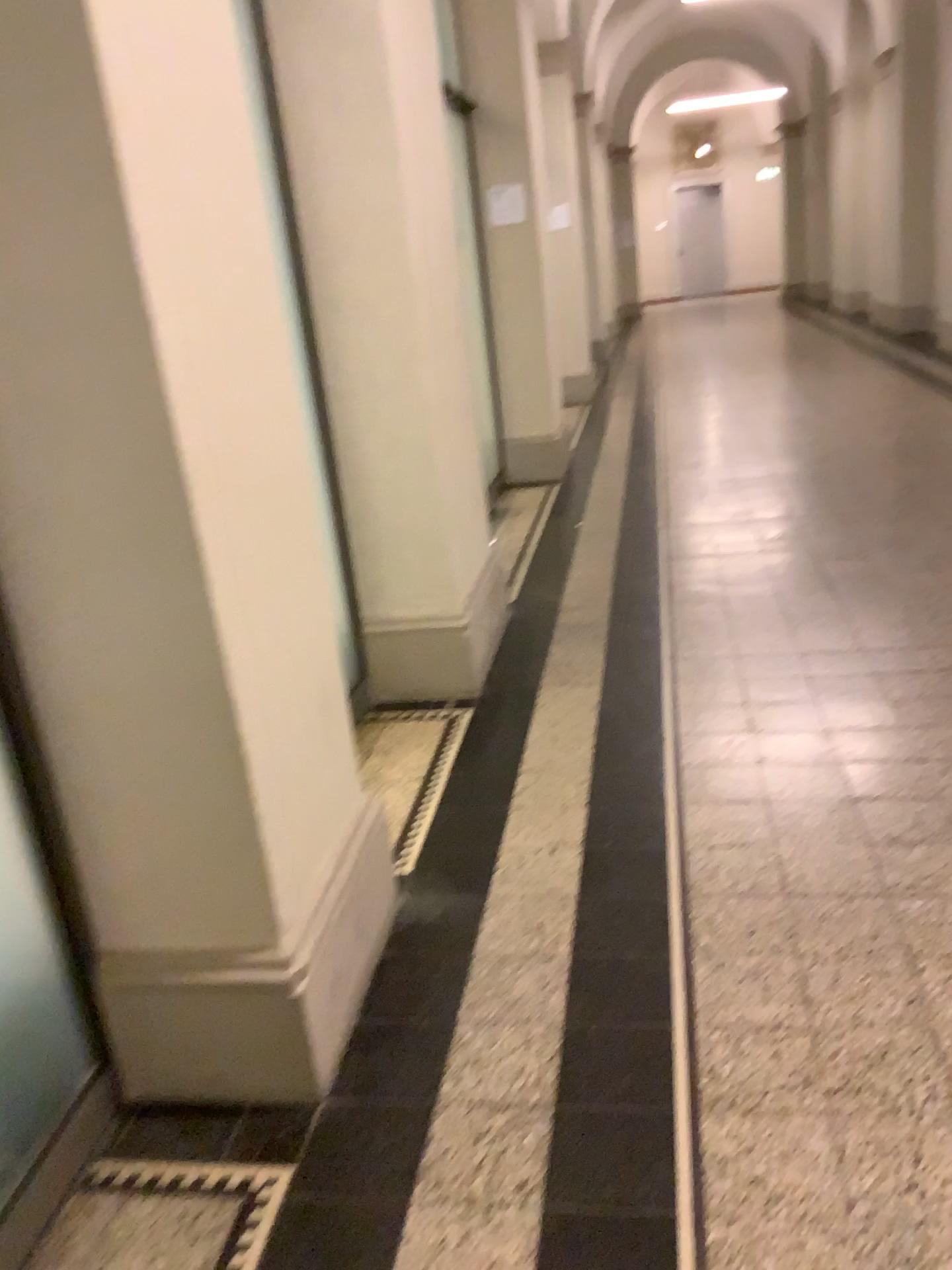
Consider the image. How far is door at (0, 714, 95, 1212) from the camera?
1.7m

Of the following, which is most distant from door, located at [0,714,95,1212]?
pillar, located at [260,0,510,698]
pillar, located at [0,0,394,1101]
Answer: pillar, located at [260,0,510,698]

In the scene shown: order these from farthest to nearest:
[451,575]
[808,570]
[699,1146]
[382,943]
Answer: [808,570] → [451,575] → [382,943] → [699,1146]

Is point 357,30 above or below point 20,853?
above

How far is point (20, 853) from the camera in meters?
1.7 m

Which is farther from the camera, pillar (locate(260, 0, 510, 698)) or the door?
pillar (locate(260, 0, 510, 698))

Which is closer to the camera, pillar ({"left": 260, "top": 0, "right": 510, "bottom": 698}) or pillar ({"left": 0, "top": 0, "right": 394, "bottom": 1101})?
pillar ({"left": 0, "top": 0, "right": 394, "bottom": 1101})

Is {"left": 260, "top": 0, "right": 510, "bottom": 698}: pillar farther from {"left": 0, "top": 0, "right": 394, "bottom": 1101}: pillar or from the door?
the door

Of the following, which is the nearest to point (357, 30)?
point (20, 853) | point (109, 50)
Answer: point (109, 50)
